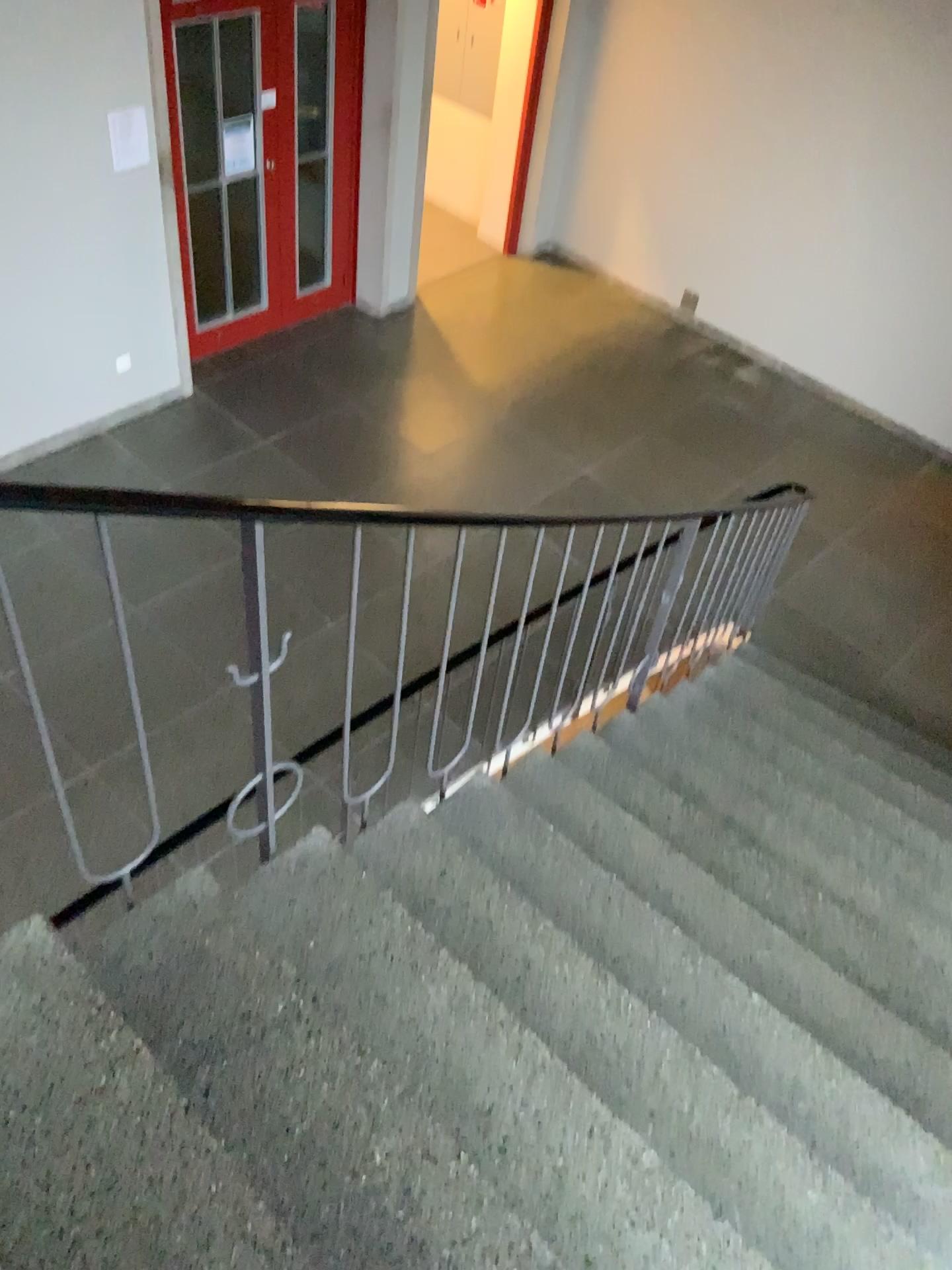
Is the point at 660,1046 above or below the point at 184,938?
below
